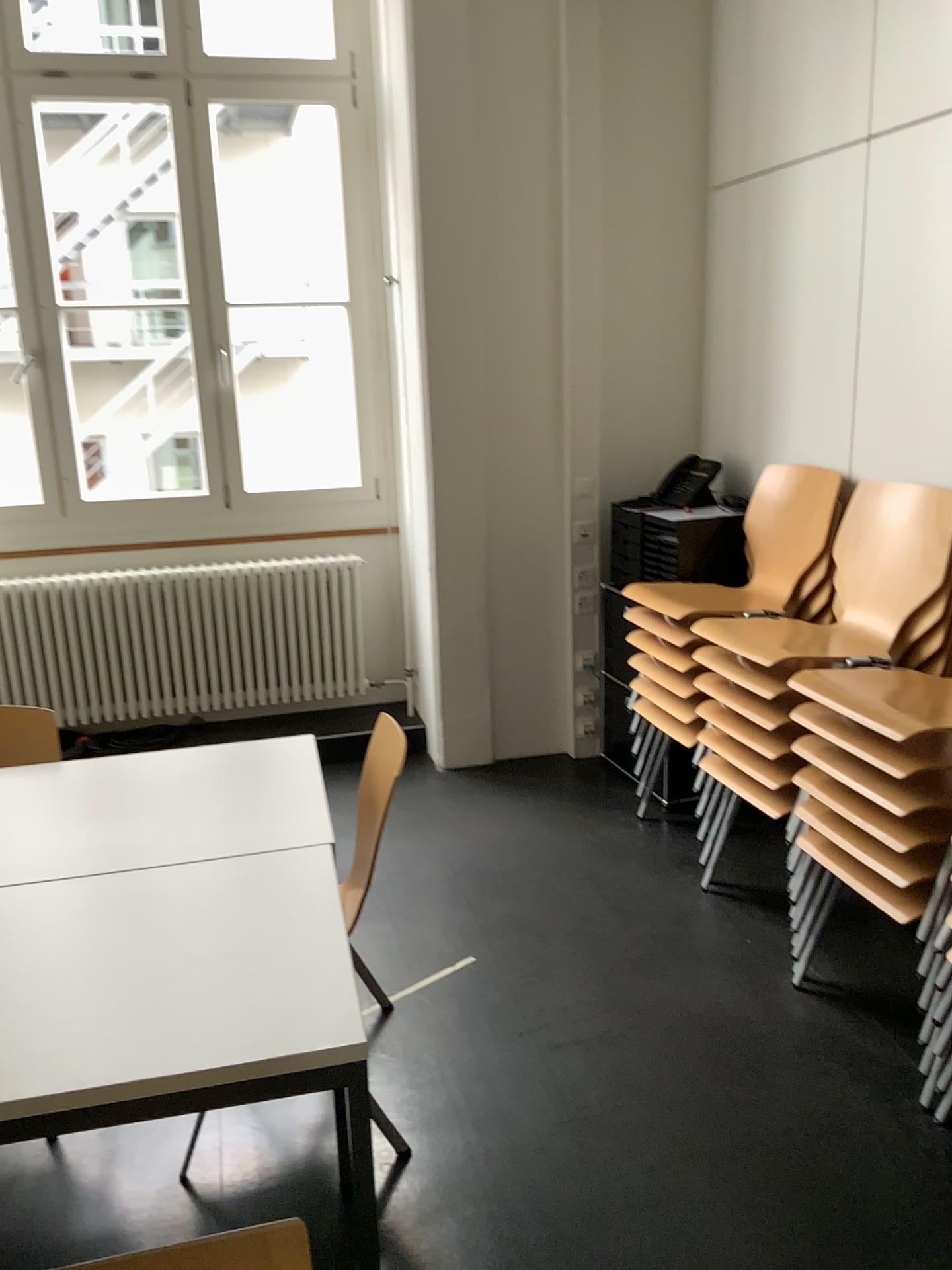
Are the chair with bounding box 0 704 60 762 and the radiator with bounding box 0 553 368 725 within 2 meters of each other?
yes

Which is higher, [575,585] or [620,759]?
[575,585]

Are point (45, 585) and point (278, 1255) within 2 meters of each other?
no

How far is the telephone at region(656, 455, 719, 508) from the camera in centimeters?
379cm

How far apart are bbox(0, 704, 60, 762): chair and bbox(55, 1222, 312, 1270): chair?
1.1 meters

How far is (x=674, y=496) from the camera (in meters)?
3.79

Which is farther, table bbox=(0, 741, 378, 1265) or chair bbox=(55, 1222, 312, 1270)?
chair bbox=(55, 1222, 312, 1270)

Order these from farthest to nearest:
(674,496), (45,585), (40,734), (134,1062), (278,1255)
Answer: (45,585), (674,496), (40,734), (278,1255), (134,1062)

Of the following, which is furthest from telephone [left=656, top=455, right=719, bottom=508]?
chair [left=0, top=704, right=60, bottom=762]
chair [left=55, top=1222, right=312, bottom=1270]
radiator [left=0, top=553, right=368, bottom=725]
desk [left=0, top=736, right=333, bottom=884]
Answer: chair [left=55, top=1222, right=312, bottom=1270]

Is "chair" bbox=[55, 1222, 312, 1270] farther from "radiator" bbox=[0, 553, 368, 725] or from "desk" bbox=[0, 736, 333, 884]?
"radiator" bbox=[0, 553, 368, 725]
